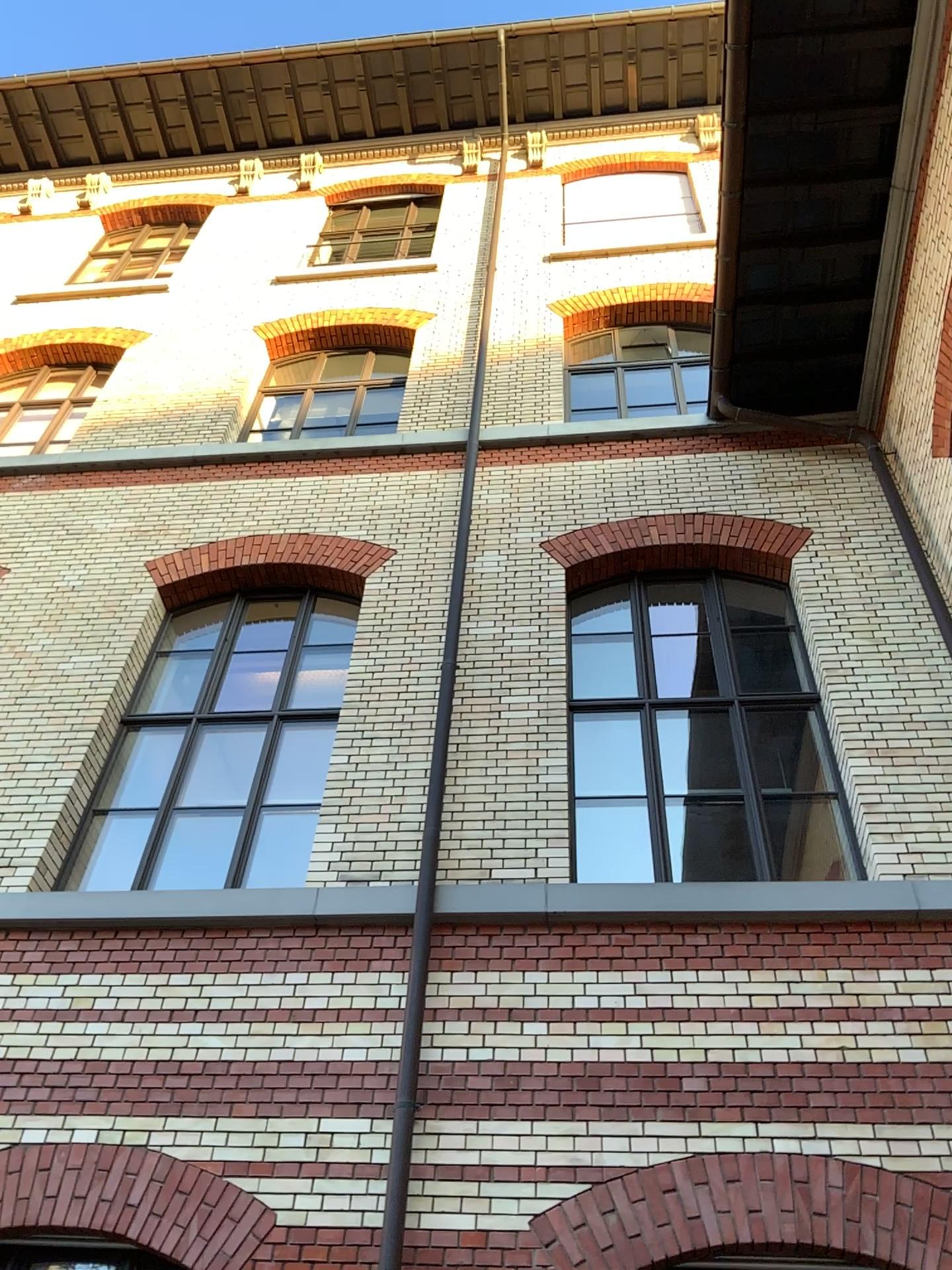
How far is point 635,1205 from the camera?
4.7m
